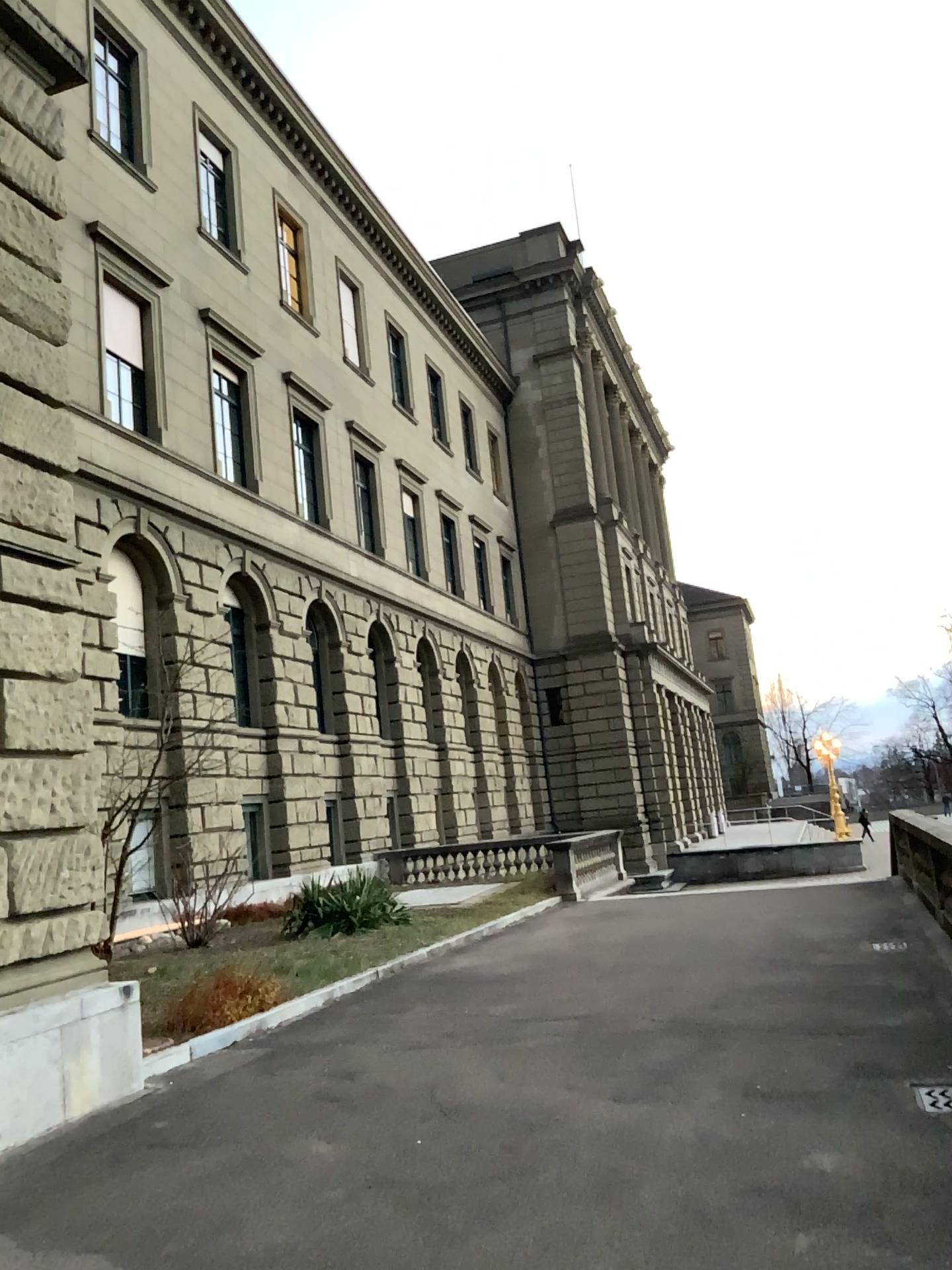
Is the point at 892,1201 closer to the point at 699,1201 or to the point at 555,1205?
the point at 699,1201
